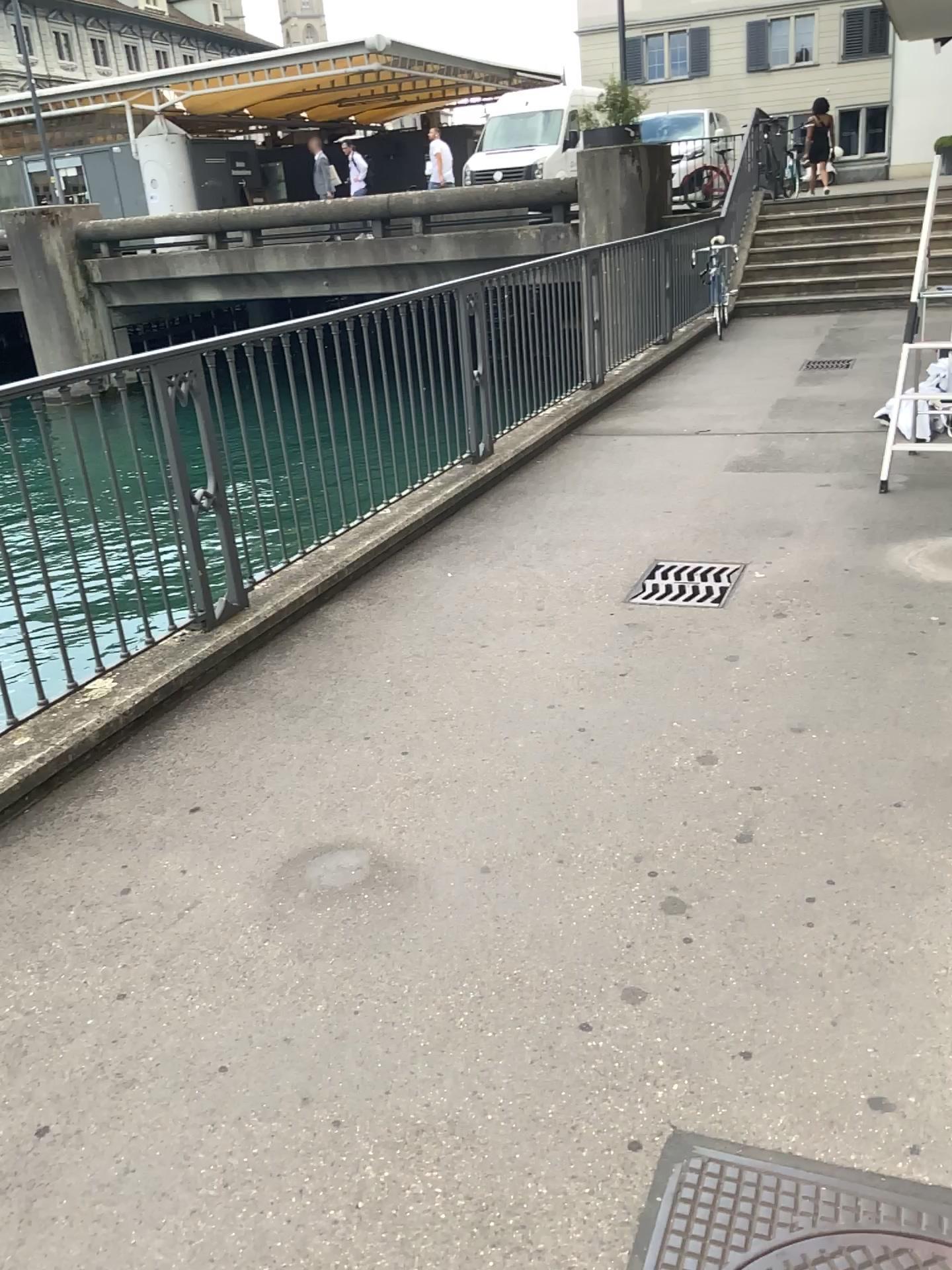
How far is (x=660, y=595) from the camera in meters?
4.3 m

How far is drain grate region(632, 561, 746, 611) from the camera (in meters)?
4.27

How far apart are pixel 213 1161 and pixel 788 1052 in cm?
106
